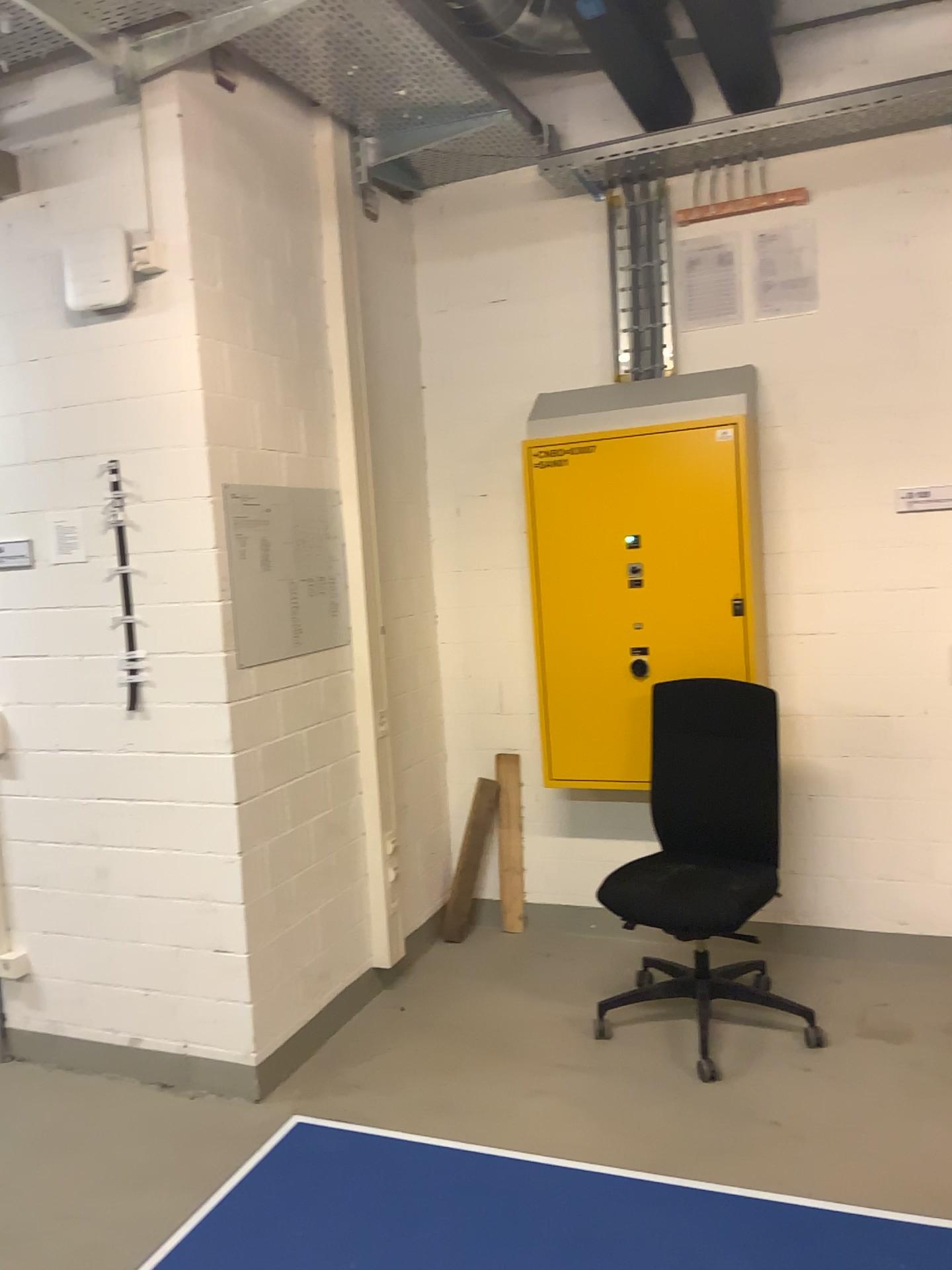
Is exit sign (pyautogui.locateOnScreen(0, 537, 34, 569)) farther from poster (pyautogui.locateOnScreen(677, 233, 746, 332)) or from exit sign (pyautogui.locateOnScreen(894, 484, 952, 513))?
exit sign (pyautogui.locateOnScreen(894, 484, 952, 513))

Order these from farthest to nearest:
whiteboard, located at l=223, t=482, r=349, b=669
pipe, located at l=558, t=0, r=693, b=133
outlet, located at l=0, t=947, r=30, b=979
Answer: pipe, located at l=558, t=0, r=693, b=133 < outlet, located at l=0, t=947, r=30, b=979 < whiteboard, located at l=223, t=482, r=349, b=669

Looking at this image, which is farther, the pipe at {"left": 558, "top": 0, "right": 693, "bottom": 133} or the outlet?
the pipe at {"left": 558, "top": 0, "right": 693, "bottom": 133}

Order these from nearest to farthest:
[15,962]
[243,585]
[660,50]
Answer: [243,585], [15,962], [660,50]

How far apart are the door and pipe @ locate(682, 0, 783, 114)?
1.0m

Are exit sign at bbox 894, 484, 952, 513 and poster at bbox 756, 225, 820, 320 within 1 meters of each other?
yes

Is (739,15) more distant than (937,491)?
No

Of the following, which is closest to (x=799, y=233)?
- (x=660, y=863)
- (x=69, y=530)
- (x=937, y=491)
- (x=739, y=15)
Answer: (x=739, y=15)

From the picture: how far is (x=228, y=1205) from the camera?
1.4m

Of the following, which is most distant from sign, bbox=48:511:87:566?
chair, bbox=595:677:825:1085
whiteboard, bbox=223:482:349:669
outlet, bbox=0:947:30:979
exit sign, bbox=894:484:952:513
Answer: exit sign, bbox=894:484:952:513
